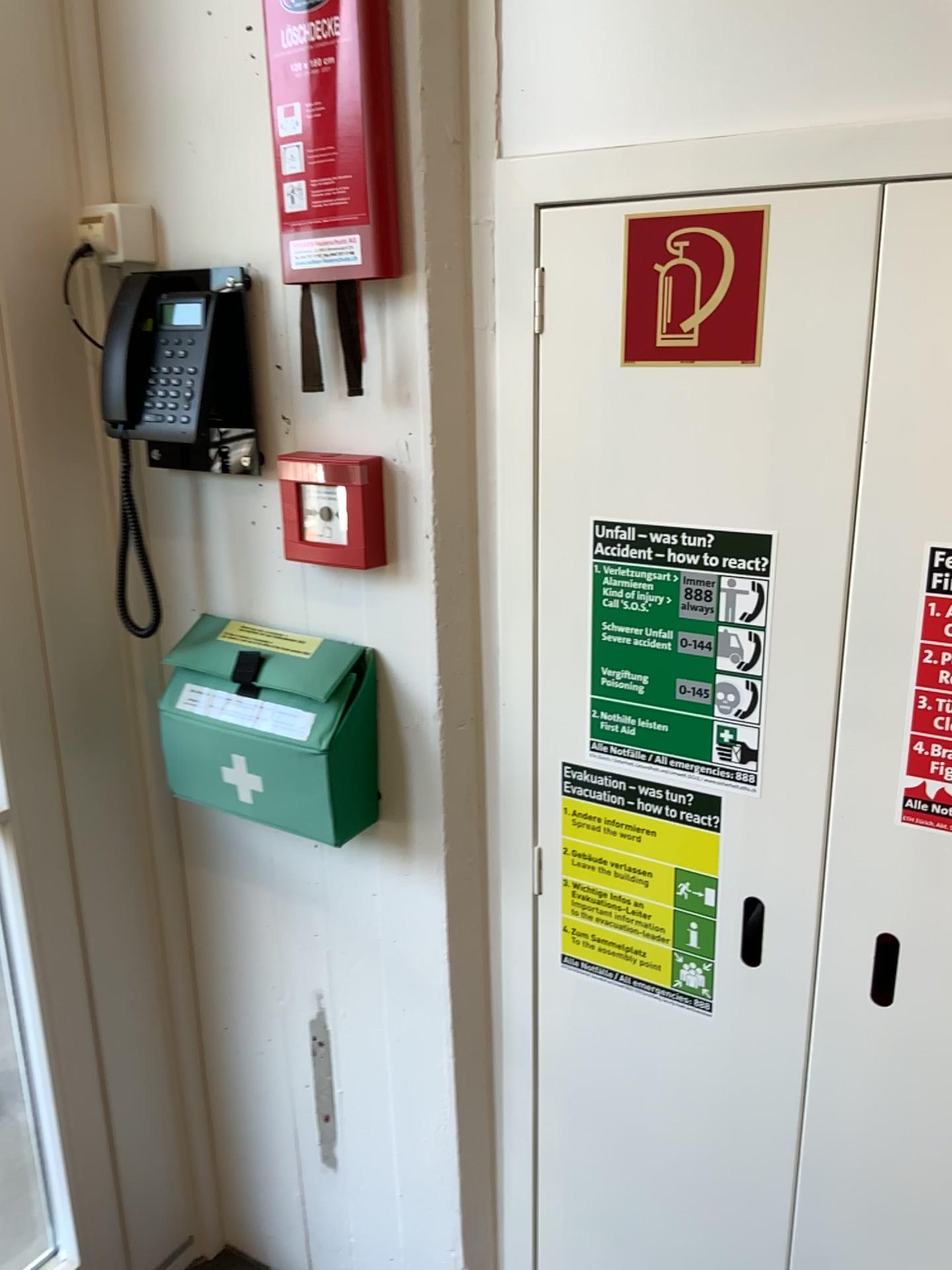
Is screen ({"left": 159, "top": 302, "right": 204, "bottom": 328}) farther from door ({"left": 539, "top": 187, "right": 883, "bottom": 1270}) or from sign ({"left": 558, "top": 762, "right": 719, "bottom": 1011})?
sign ({"left": 558, "top": 762, "right": 719, "bottom": 1011})

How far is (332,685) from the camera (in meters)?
1.33

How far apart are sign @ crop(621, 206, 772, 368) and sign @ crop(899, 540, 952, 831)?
0.3 meters

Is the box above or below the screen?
below

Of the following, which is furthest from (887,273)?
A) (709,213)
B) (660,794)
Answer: (660,794)

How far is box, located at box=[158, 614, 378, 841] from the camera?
1.3m

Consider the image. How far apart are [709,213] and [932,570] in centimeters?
40cm

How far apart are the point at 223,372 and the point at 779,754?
0.8 meters

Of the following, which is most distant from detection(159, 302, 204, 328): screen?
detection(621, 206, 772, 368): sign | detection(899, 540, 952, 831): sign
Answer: detection(899, 540, 952, 831): sign

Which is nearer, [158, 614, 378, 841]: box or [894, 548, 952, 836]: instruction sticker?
[894, 548, 952, 836]: instruction sticker
